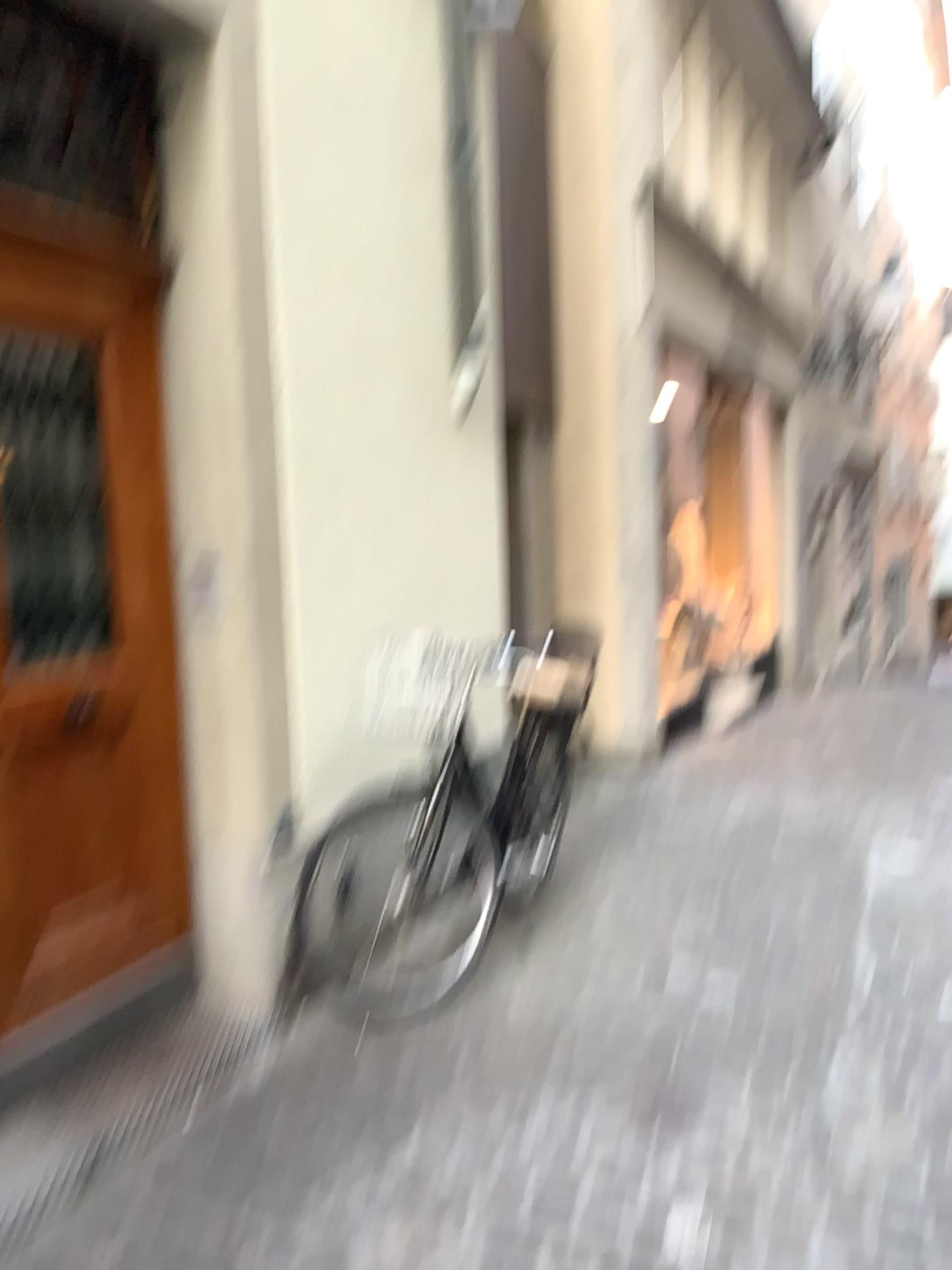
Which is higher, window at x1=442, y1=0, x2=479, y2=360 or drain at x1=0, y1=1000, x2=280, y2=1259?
window at x1=442, y1=0, x2=479, y2=360

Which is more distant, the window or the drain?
the window

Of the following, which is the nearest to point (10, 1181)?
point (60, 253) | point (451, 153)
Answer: point (60, 253)

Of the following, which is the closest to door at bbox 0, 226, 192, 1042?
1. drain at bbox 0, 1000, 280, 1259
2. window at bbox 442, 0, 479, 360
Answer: drain at bbox 0, 1000, 280, 1259

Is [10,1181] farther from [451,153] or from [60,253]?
[451,153]

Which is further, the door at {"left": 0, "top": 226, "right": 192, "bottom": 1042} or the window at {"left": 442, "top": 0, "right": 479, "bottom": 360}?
the window at {"left": 442, "top": 0, "right": 479, "bottom": 360}

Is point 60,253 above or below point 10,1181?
above

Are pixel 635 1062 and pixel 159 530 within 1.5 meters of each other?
no

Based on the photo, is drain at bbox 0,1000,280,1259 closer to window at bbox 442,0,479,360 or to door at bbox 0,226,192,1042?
door at bbox 0,226,192,1042
